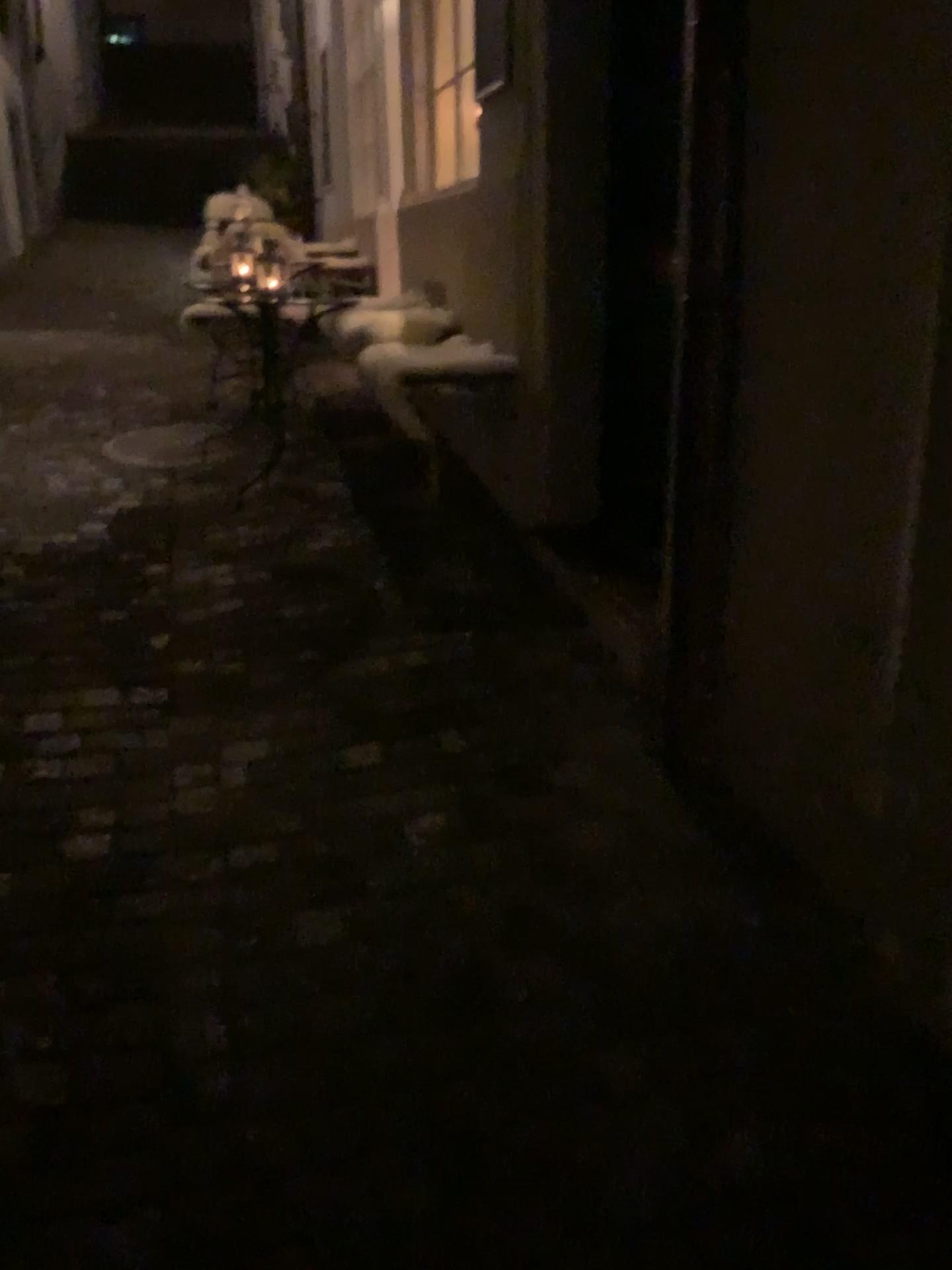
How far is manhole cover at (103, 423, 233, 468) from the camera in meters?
4.7

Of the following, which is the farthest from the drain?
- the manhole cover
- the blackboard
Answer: the blackboard

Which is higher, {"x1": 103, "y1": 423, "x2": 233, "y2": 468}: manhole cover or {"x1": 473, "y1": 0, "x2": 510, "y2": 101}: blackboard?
{"x1": 473, "y1": 0, "x2": 510, "y2": 101}: blackboard

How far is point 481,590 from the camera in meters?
3.2 m

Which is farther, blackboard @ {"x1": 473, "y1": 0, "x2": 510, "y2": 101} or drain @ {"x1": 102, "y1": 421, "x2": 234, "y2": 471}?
drain @ {"x1": 102, "y1": 421, "x2": 234, "y2": 471}

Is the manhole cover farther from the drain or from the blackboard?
the blackboard

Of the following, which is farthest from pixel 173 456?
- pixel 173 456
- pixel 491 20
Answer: pixel 491 20

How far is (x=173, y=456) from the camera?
4.7m

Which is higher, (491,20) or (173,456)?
(491,20)
